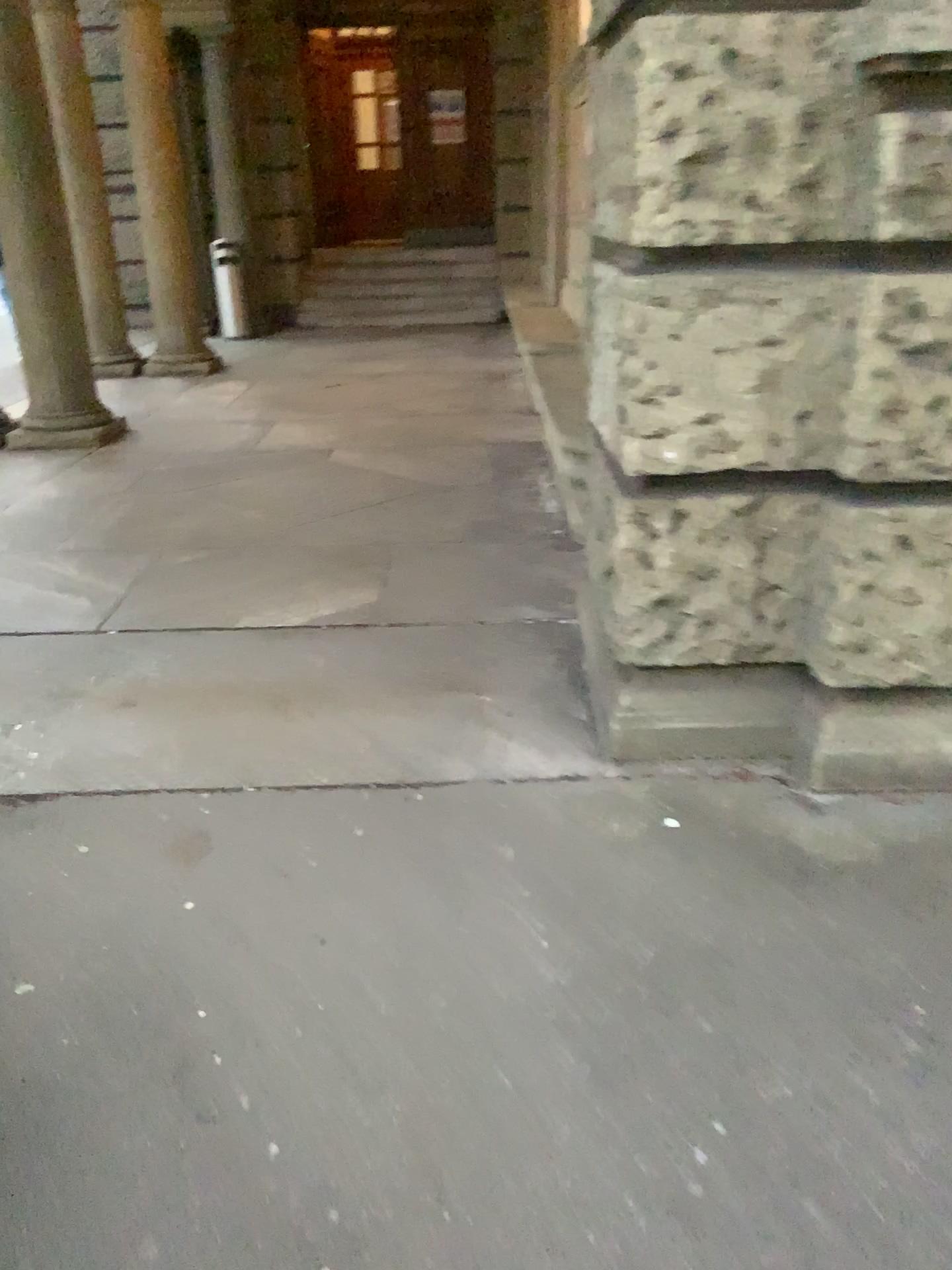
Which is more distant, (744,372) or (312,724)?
(312,724)
